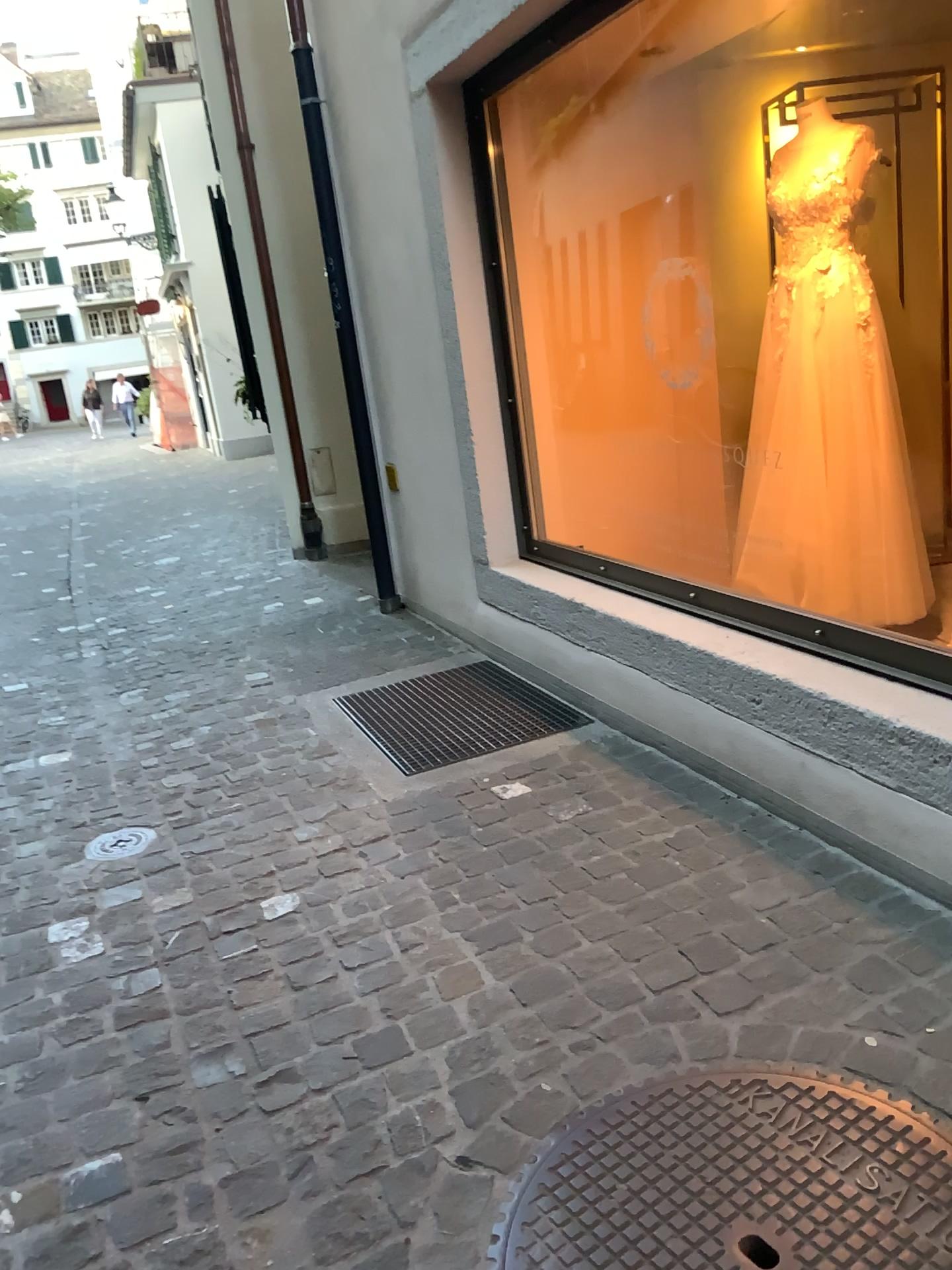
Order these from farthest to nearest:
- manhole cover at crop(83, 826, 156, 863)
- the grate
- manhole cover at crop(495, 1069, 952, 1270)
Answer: the grate, manhole cover at crop(83, 826, 156, 863), manhole cover at crop(495, 1069, 952, 1270)

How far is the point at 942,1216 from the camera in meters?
1.4

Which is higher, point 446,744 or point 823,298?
point 823,298

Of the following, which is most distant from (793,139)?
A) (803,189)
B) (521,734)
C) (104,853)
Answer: (104,853)

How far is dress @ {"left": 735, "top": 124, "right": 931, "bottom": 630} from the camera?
3.4 meters

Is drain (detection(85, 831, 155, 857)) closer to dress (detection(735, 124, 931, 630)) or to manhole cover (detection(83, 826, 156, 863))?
manhole cover (detection(83, 826, 156, 863))

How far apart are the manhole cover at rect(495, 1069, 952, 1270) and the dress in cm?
213

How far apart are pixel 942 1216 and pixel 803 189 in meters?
3.0 m

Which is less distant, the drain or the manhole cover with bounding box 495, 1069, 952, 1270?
the manhole cover with bounding box 495, 1069, 952, 1270

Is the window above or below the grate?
above
